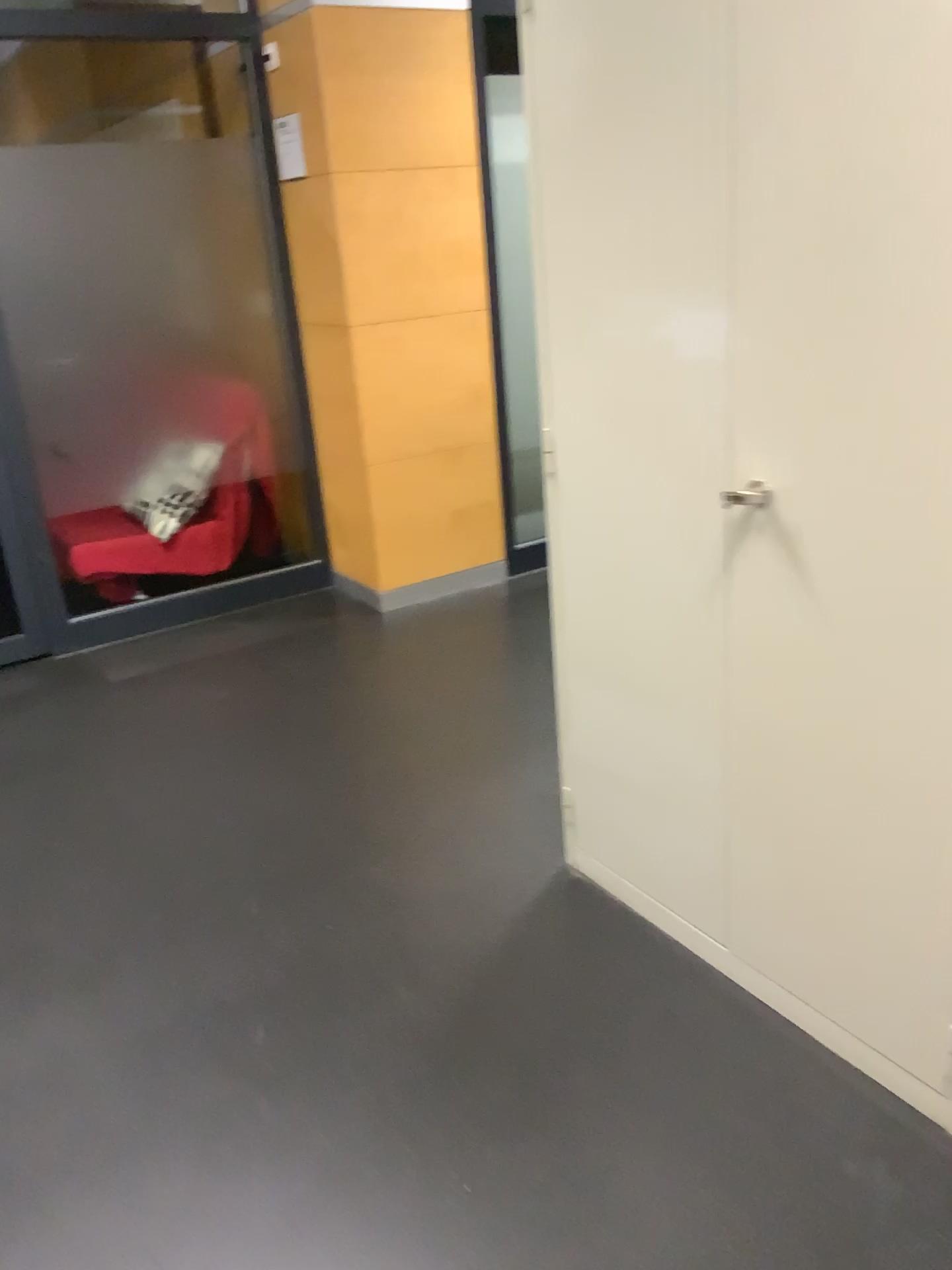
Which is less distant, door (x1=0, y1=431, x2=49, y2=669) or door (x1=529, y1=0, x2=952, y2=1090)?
door (x1=529, y1=0, x2=952, y2=1090)

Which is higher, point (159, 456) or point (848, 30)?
point (848, 30)

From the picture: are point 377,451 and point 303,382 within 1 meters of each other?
yes

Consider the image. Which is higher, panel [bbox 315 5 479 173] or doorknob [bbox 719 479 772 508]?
panel [bbox 315 5 479 173]

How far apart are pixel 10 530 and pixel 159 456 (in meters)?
0.61

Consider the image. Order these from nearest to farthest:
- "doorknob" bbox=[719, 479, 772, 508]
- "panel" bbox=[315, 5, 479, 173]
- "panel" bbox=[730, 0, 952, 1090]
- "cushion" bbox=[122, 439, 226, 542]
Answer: "panel" bbox=[730, 0, 952, 1090] → "doorknob" bbox=[719, 479, 772, 508] → "panel" bbox=[315, 5, 479, 173] → "cushion" bbox=[122, 439, 226, 542]

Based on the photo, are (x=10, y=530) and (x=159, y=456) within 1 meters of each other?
yes

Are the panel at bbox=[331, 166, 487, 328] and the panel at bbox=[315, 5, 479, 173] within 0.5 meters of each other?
yes

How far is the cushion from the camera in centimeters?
403cm

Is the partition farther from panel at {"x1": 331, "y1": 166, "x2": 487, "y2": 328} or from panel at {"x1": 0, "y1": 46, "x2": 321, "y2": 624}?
panel at {"x1": 331, "y1": 166, "x2": 487, "y2": 328}
